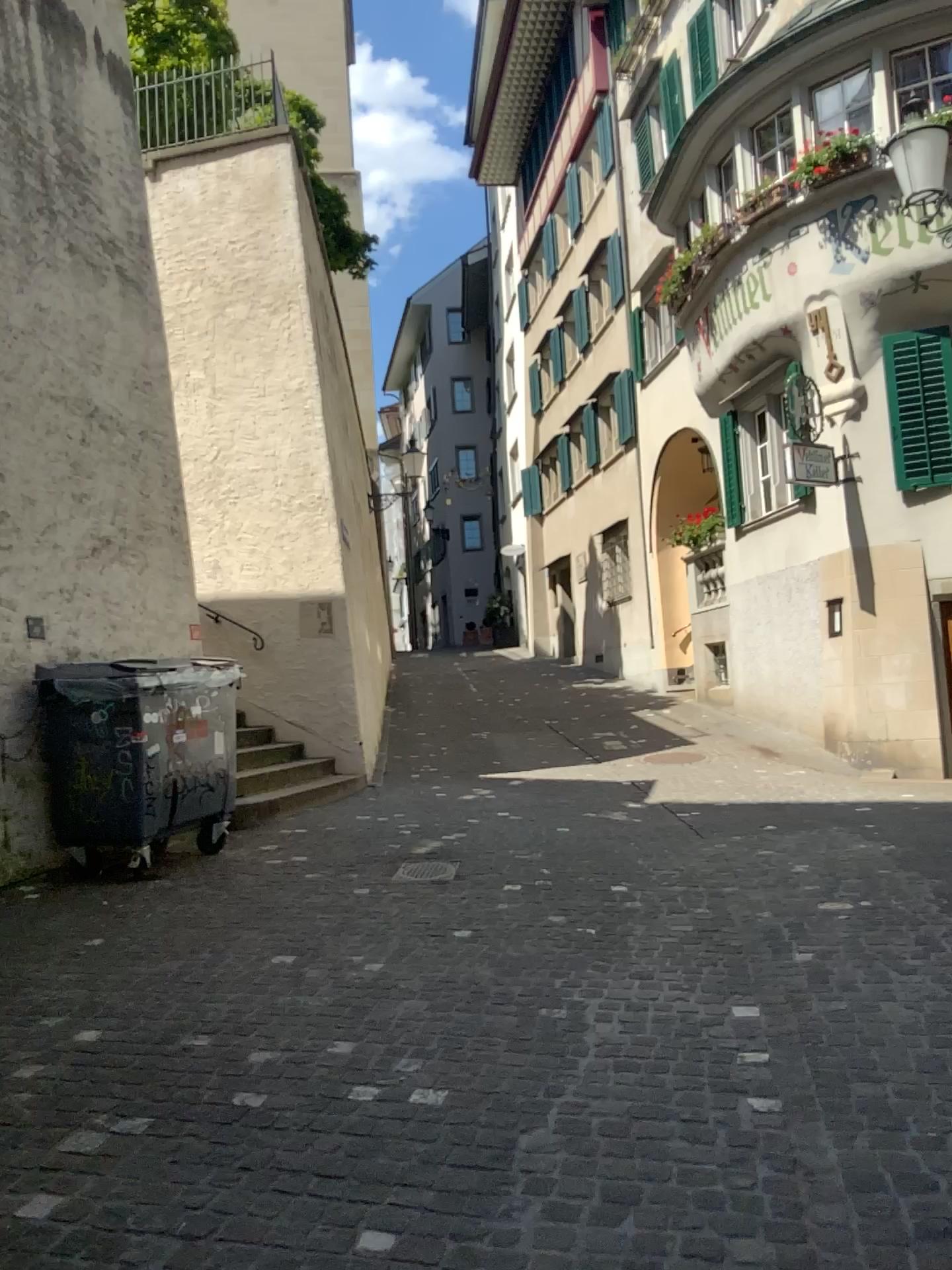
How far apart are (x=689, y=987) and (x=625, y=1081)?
0.9 meters
